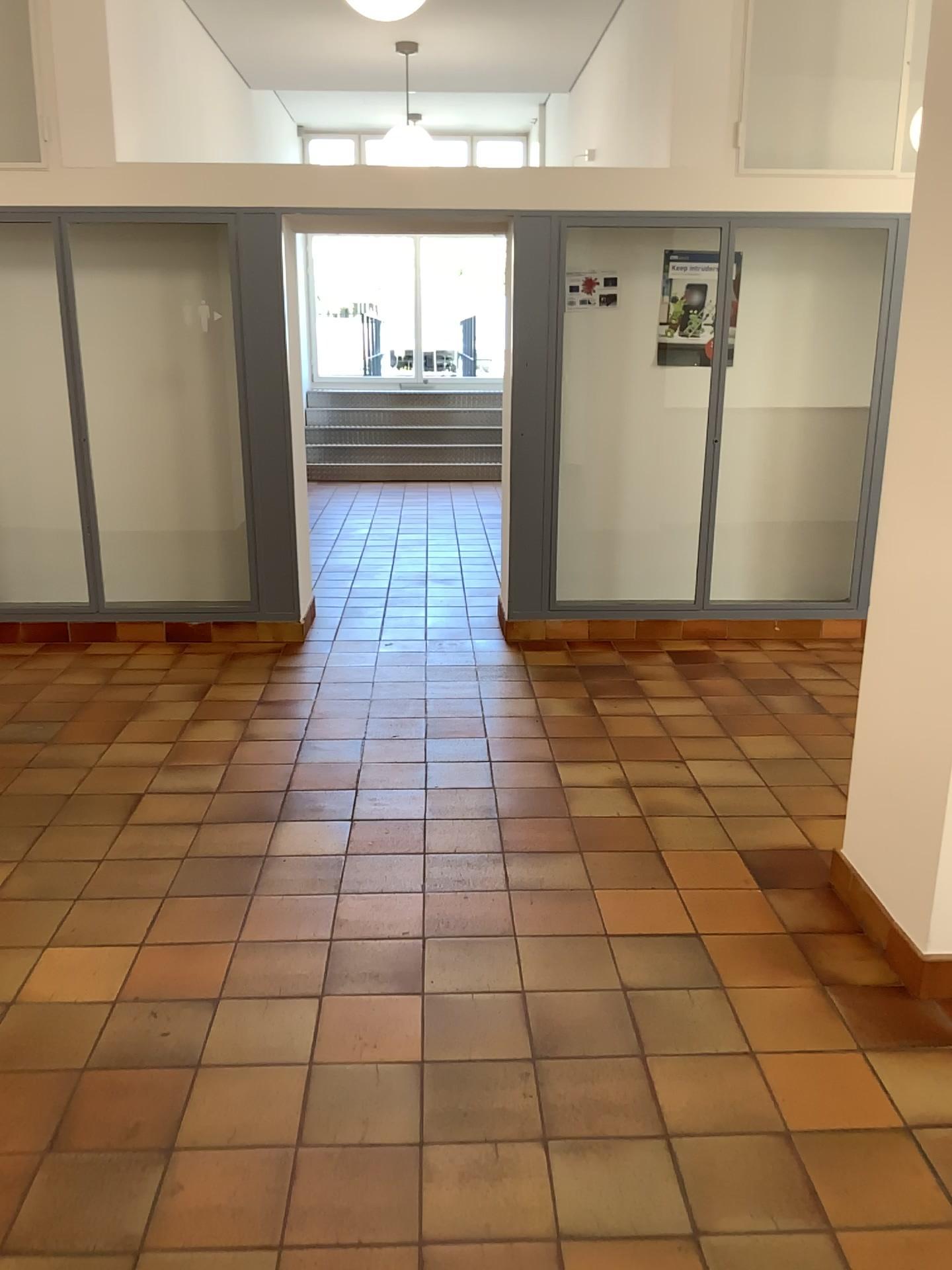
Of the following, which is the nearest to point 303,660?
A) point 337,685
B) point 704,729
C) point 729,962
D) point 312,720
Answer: point 337,685
